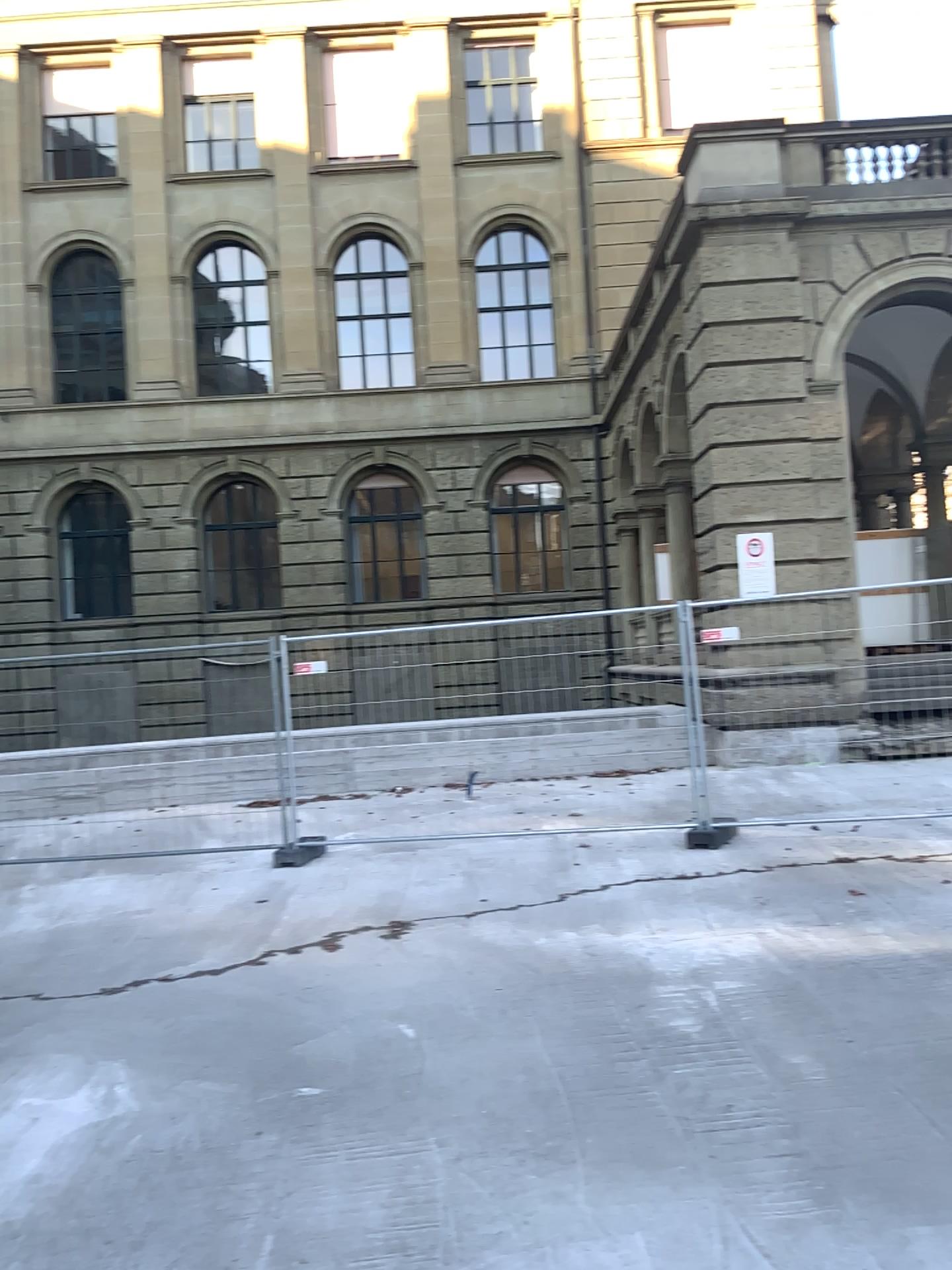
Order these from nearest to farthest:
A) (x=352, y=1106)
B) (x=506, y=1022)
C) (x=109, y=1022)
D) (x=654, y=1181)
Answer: (x=654, y=1181) → (x=352, y=1106) → (x=506, y=1022) → (x=109, y=1022)
